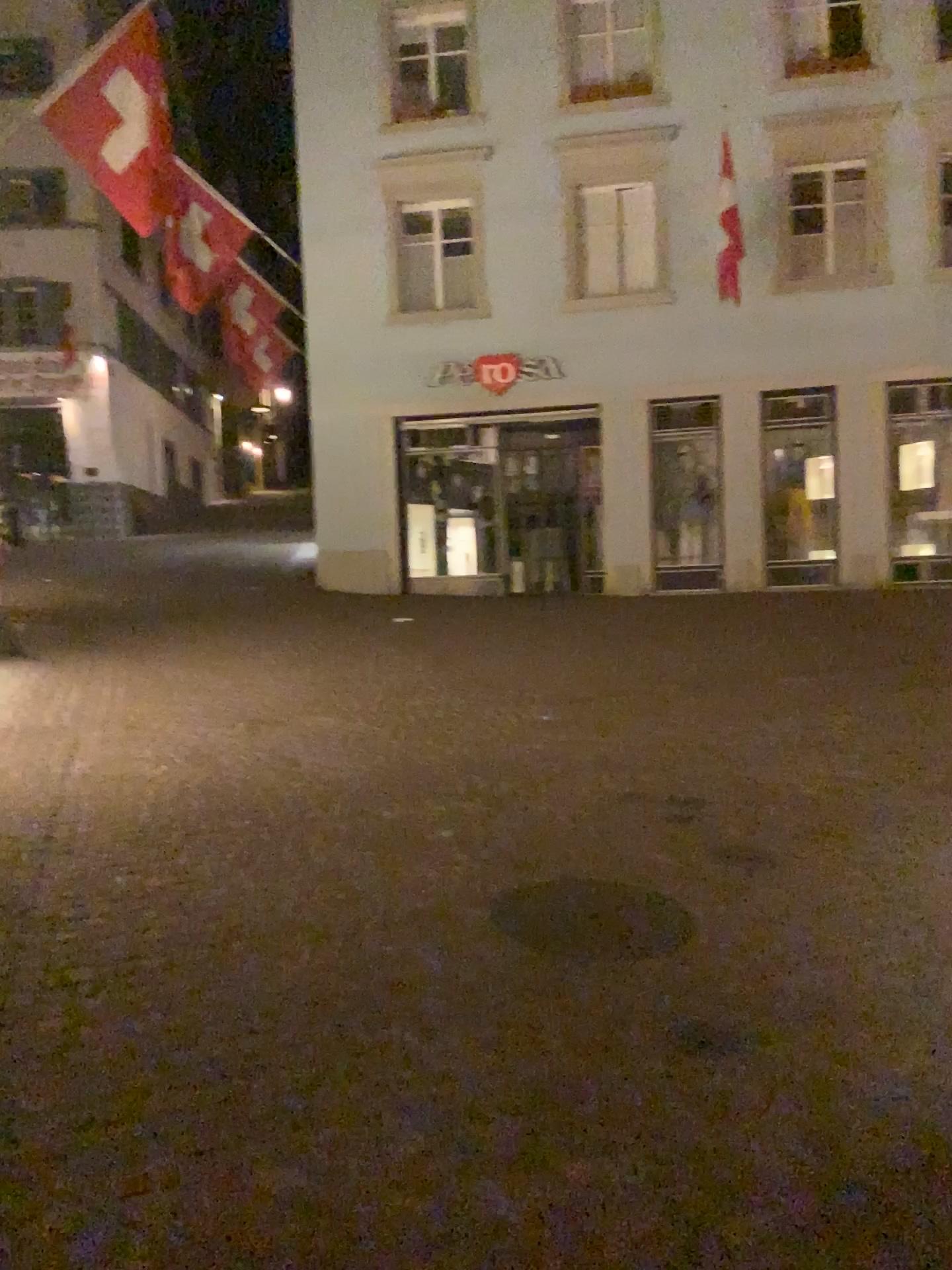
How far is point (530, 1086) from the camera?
2.7m
